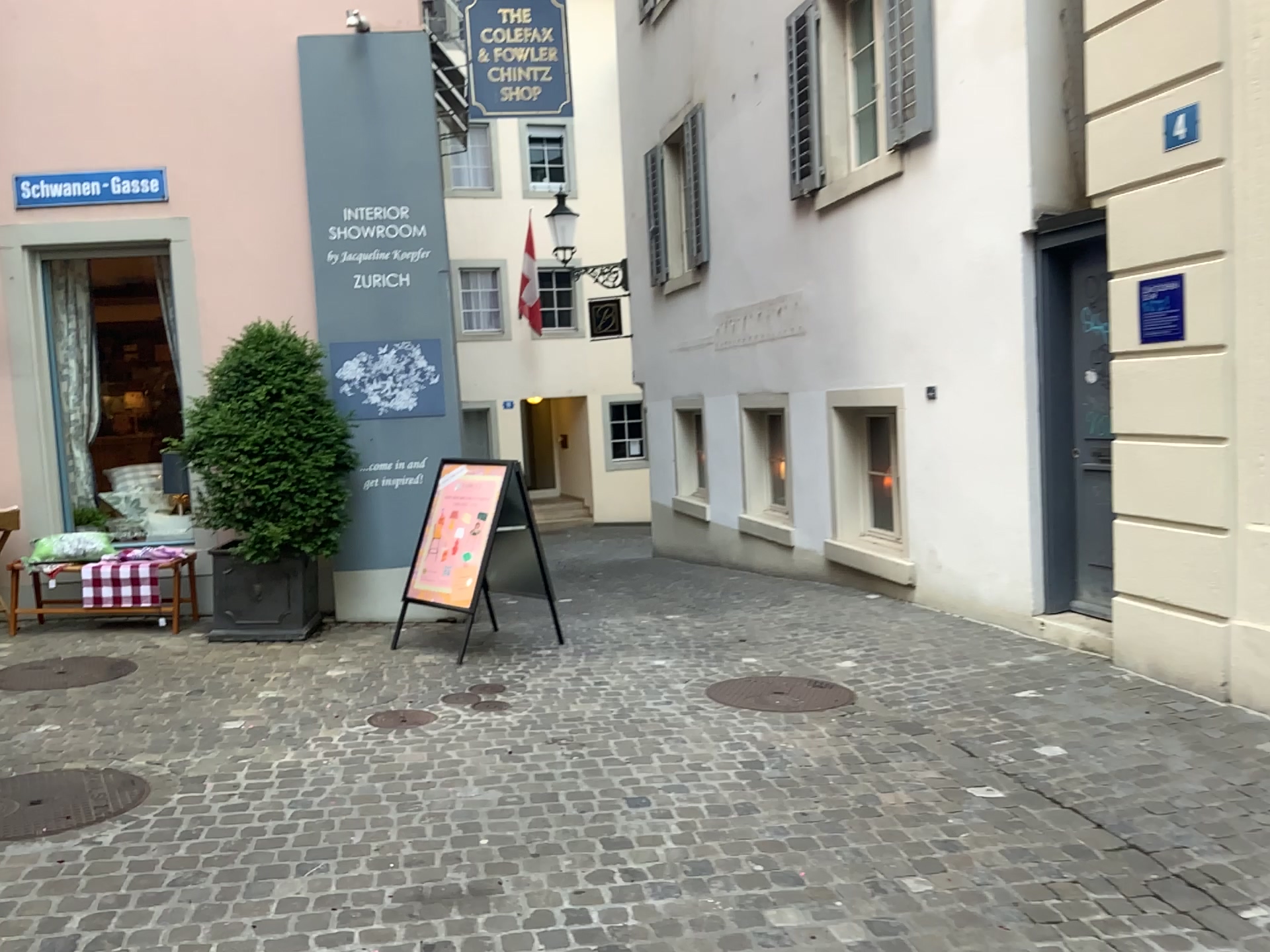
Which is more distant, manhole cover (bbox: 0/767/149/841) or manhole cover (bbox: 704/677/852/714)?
manhole cover (bbox: 704/677/852/714)

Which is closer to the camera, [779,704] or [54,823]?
[54,823]

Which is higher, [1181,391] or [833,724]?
[1181,391]
